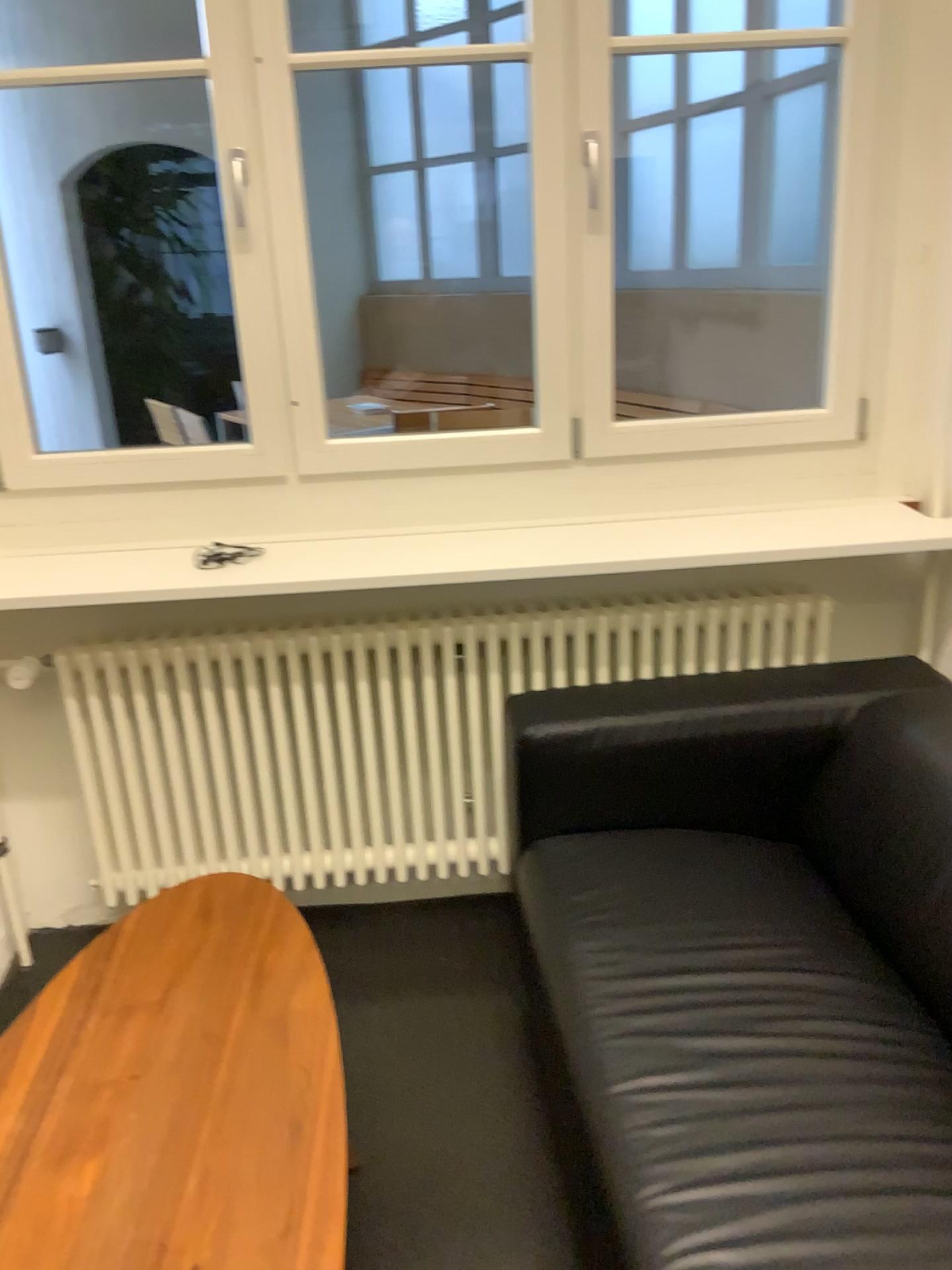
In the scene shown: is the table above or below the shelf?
below

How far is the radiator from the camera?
2.2m

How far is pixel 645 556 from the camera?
2.02m

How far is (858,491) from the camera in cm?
234

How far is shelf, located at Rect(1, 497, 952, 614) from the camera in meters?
2.0

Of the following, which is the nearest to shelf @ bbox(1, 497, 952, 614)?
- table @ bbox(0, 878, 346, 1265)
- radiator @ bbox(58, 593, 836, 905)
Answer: radiator @ bbox(58, 593, 836, 905)

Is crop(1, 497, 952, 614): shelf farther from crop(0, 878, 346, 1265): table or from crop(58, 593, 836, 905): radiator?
crop(0, 878, 346, 1265): table

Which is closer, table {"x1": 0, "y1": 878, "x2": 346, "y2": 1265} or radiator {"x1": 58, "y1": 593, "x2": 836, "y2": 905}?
table {"x1": 0, "y1": 878, "x2": 346, "y2": 1265}

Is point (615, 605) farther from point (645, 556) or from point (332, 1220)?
point (332, 1220)

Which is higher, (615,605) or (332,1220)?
(615,605)
